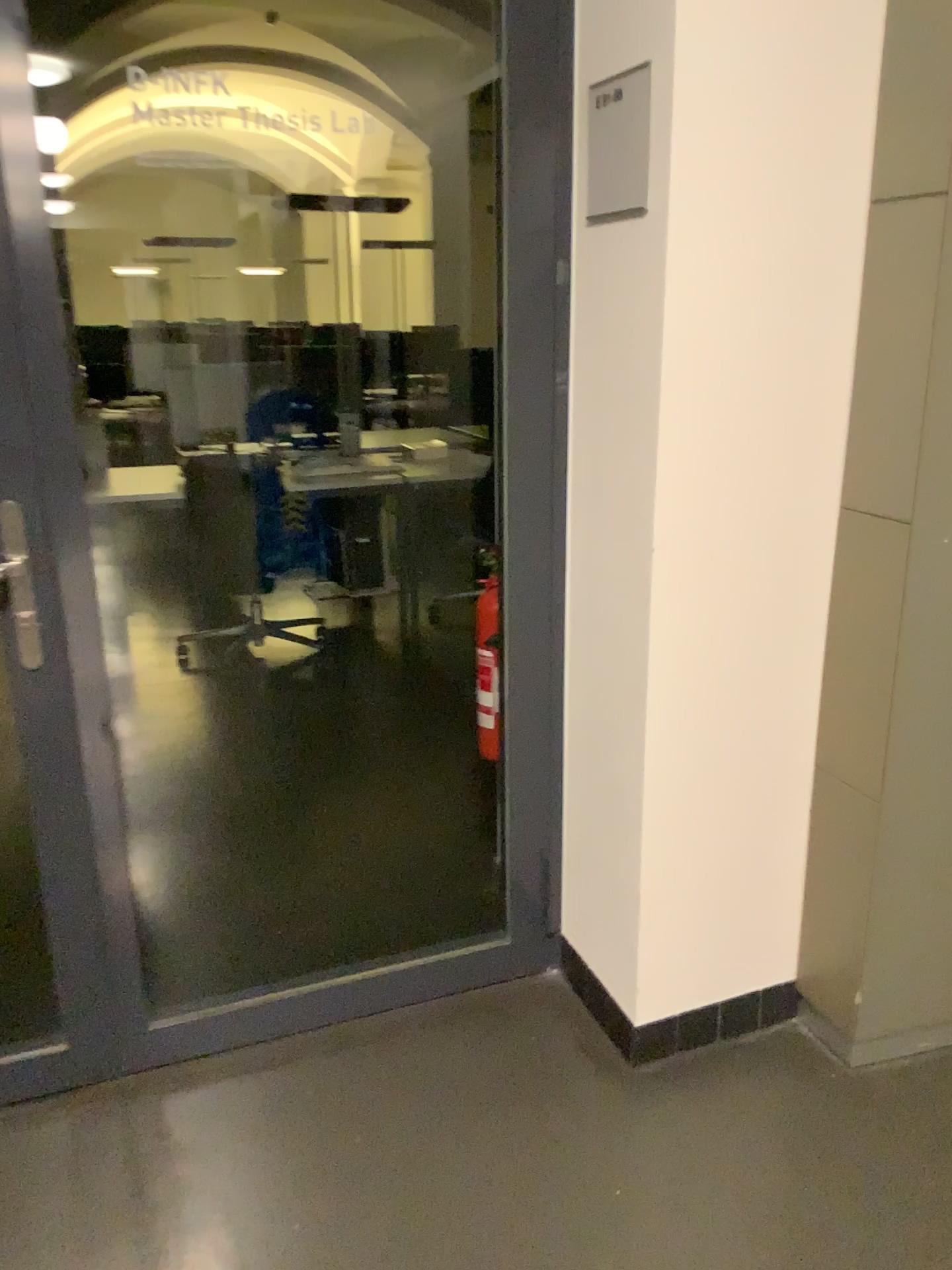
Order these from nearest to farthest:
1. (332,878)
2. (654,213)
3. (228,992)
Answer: (654,213) < (228,992) < (332,878)
